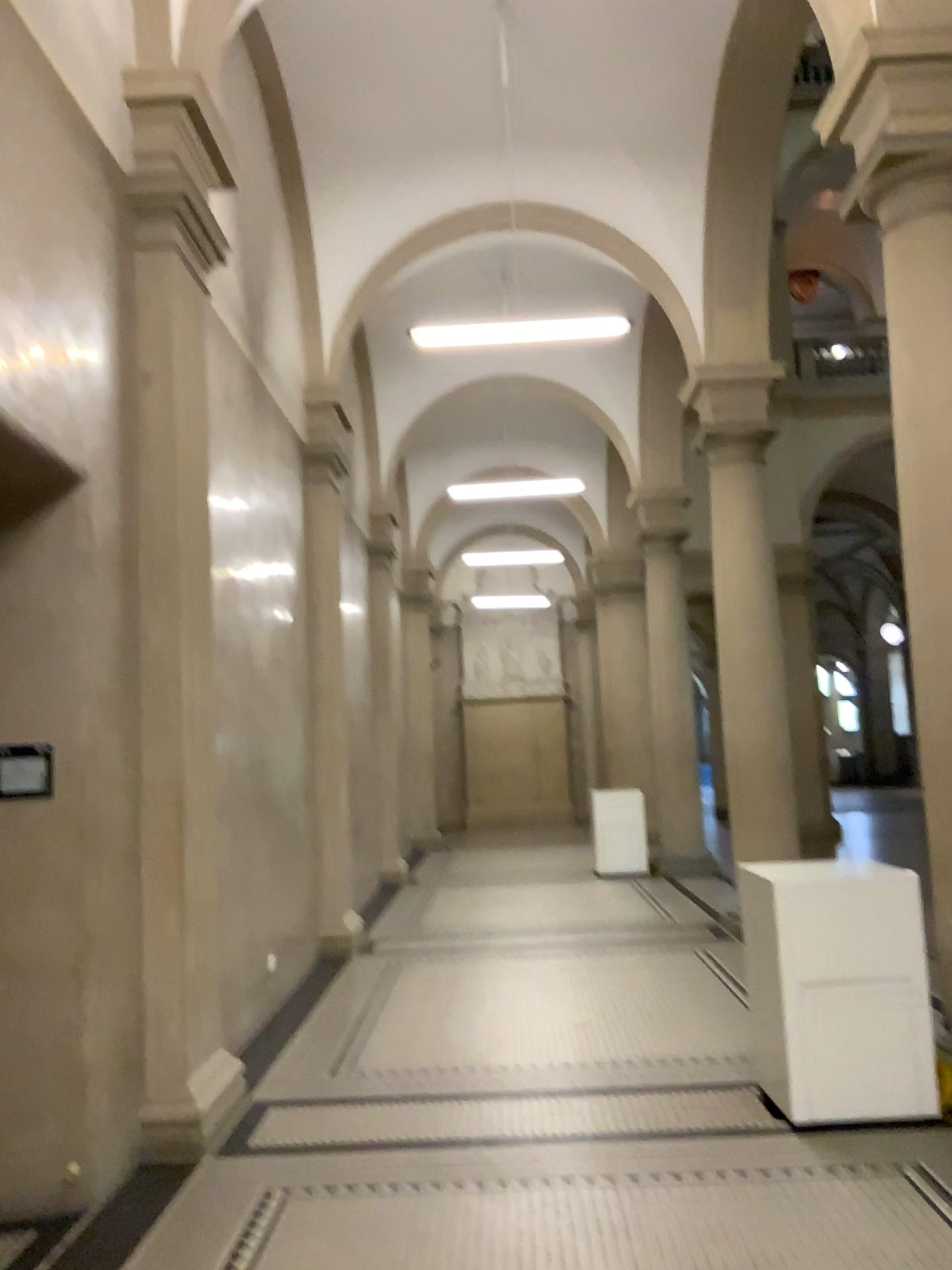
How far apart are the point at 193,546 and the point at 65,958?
1.87m
